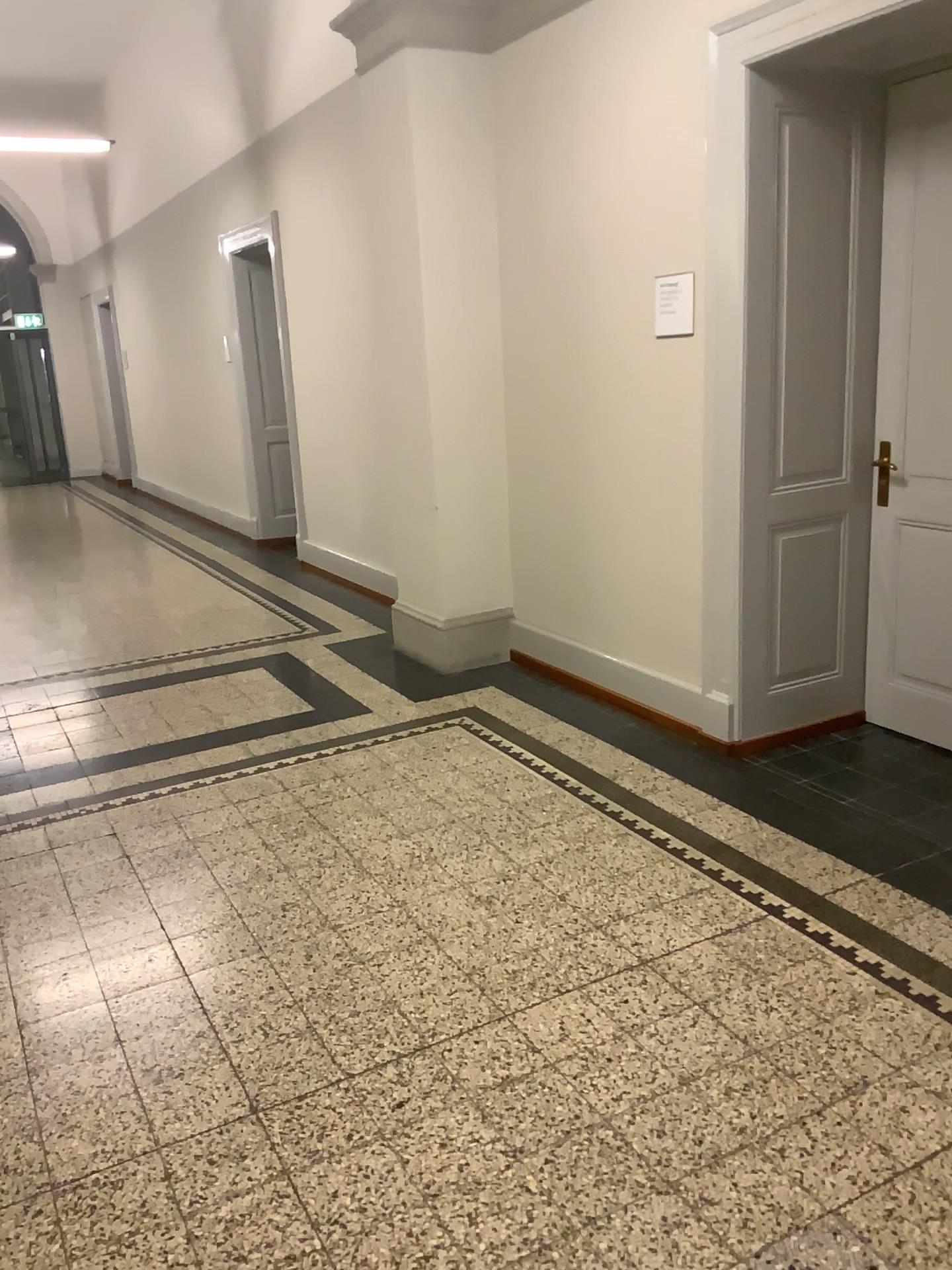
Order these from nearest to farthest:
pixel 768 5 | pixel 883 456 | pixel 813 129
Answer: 1. pixel 768 5
2. pixel 813 129
3. pixel 883 456

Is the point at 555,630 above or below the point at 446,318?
below

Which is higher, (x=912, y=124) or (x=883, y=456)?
(x=912, y=124)

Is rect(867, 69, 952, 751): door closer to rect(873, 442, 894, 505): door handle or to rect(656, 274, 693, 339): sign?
rect(873, 442, 894, 505): door handle

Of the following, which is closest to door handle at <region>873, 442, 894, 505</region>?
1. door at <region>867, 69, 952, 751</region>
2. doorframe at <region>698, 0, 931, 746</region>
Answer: door at <region>867, 69, 952, 751</region>

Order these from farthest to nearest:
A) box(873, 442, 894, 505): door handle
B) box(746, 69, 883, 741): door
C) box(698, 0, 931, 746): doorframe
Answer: box(873, 442, 894, 505): door handle < box(746, 69, 883, 741): door < box(698, 0, 931, 746): doorframe

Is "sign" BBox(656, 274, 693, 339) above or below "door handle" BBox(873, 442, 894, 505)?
above

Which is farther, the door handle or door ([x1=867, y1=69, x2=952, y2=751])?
the door handle

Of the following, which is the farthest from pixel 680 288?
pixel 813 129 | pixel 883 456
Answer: pixel 883 456

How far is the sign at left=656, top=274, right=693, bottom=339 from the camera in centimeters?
381cm
